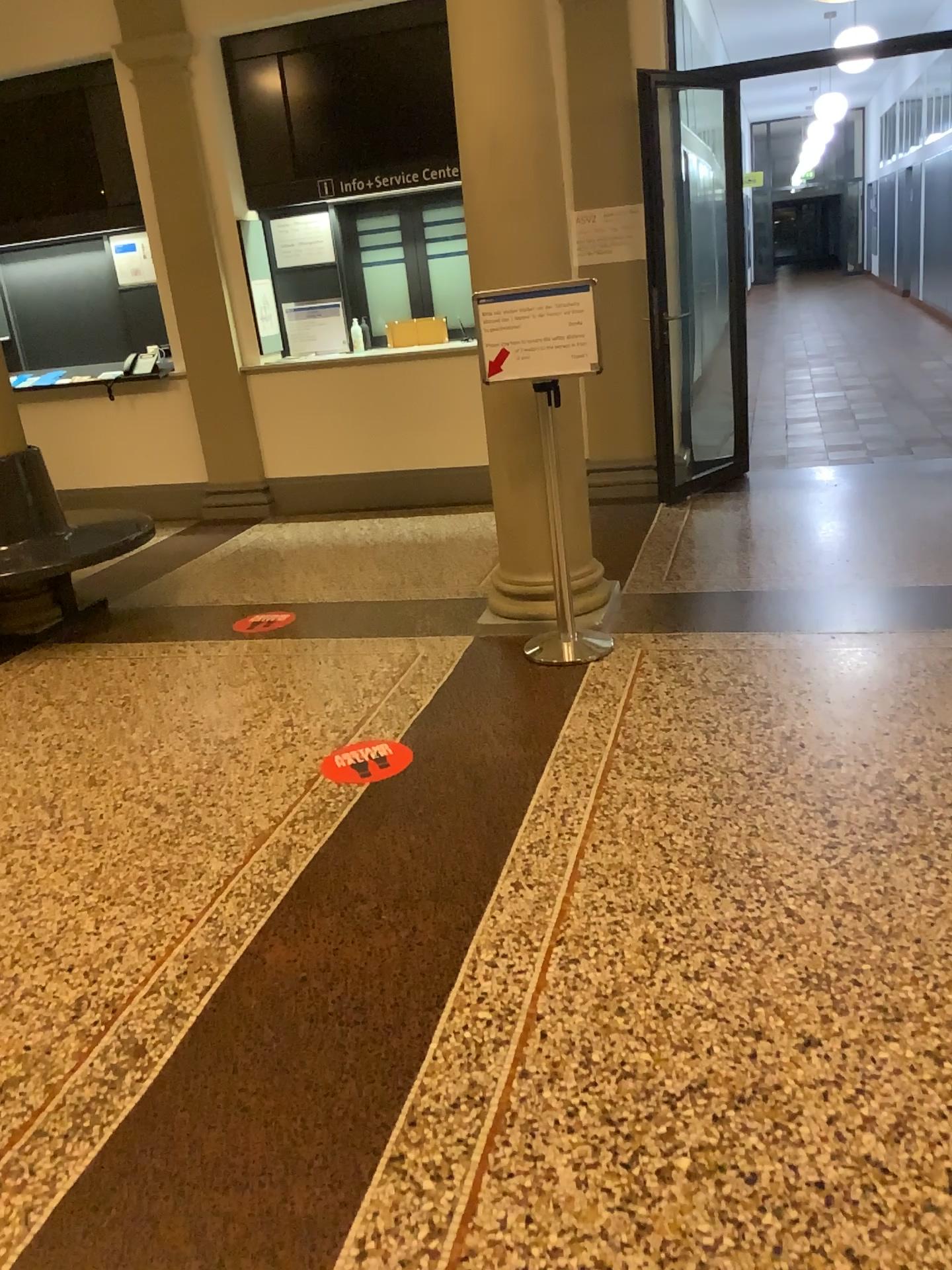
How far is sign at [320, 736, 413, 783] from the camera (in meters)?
3.25

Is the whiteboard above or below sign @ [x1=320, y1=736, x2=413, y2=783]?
above

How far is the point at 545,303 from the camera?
3.69m

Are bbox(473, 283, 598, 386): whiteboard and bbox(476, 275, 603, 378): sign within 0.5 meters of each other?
yes

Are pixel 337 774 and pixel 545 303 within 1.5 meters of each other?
no

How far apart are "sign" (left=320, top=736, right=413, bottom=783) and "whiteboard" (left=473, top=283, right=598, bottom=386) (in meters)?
1.41

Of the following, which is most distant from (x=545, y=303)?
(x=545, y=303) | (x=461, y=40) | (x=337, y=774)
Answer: (x=337, y=774)

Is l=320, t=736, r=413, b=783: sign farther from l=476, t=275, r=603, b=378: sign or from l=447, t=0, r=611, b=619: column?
l=476, t=275, r=603, b=378: sign

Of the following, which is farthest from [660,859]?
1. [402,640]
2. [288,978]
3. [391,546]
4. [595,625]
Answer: [391,546]

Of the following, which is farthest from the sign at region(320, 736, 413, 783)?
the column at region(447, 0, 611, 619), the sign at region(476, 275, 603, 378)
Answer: the sign at region(476, 275, 603, 378)
